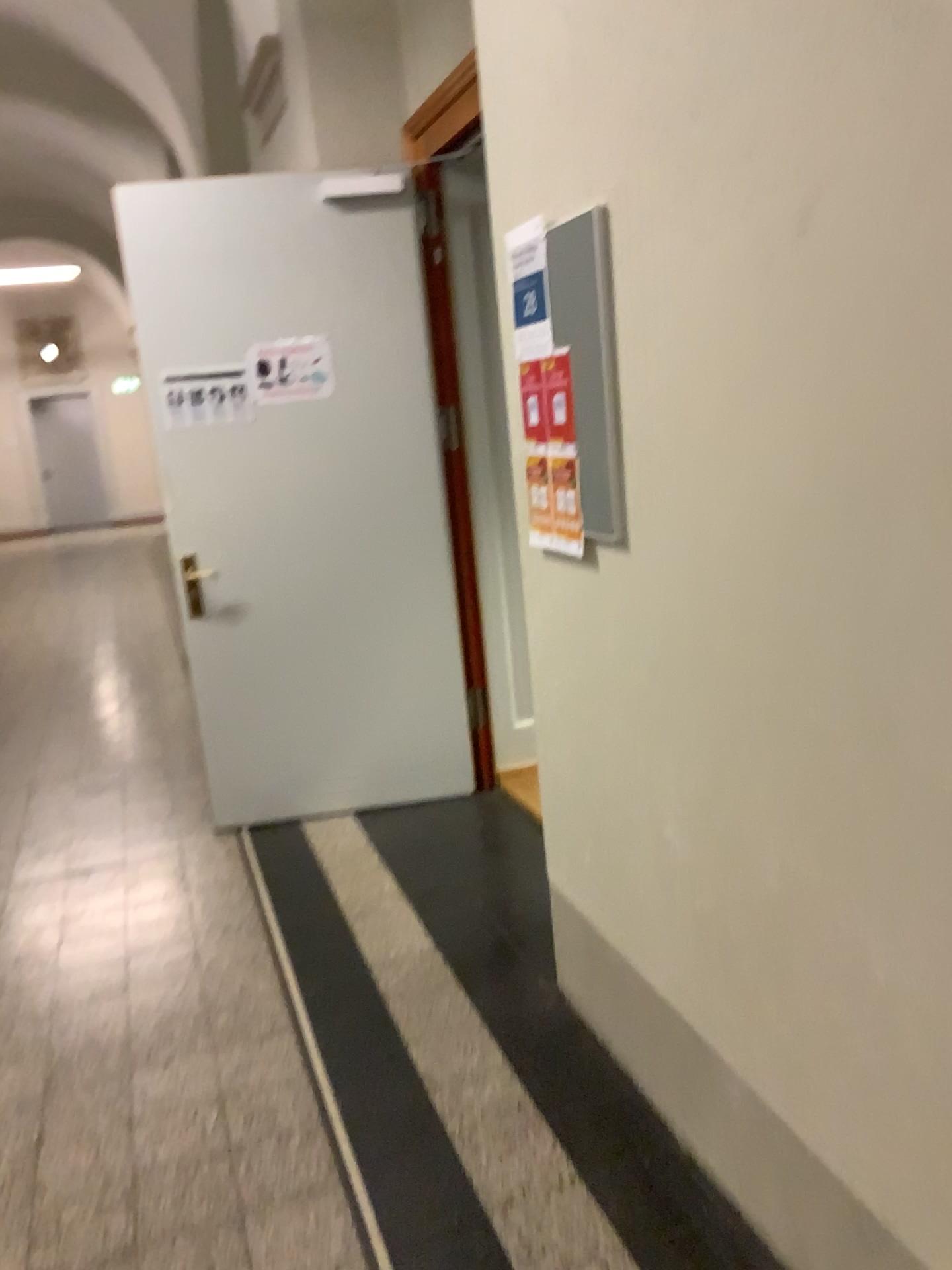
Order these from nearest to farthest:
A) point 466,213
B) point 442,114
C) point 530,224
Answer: point 530,224
point 442,114
point 466,213

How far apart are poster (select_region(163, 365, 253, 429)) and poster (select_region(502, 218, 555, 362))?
1.8m

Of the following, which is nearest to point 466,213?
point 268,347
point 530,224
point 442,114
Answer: point 442,114

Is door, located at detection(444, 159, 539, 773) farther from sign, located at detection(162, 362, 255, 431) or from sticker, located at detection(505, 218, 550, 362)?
sticker, located at detection(505, 218, 550, 362)

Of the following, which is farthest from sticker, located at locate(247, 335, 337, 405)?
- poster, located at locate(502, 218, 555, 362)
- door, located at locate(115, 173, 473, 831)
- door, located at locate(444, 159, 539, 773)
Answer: poster, located at locate(502, 218, 555, 362)

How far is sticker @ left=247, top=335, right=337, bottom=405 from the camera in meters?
3.8

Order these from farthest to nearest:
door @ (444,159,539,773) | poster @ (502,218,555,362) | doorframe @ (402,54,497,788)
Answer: door @ (444,159,539,773) < doorframe @ (402,54,497,788) < poster @ (502,218,555,362)

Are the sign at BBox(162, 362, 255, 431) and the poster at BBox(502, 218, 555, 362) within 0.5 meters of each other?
no

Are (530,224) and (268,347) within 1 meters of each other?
no

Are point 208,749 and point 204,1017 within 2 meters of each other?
yes
